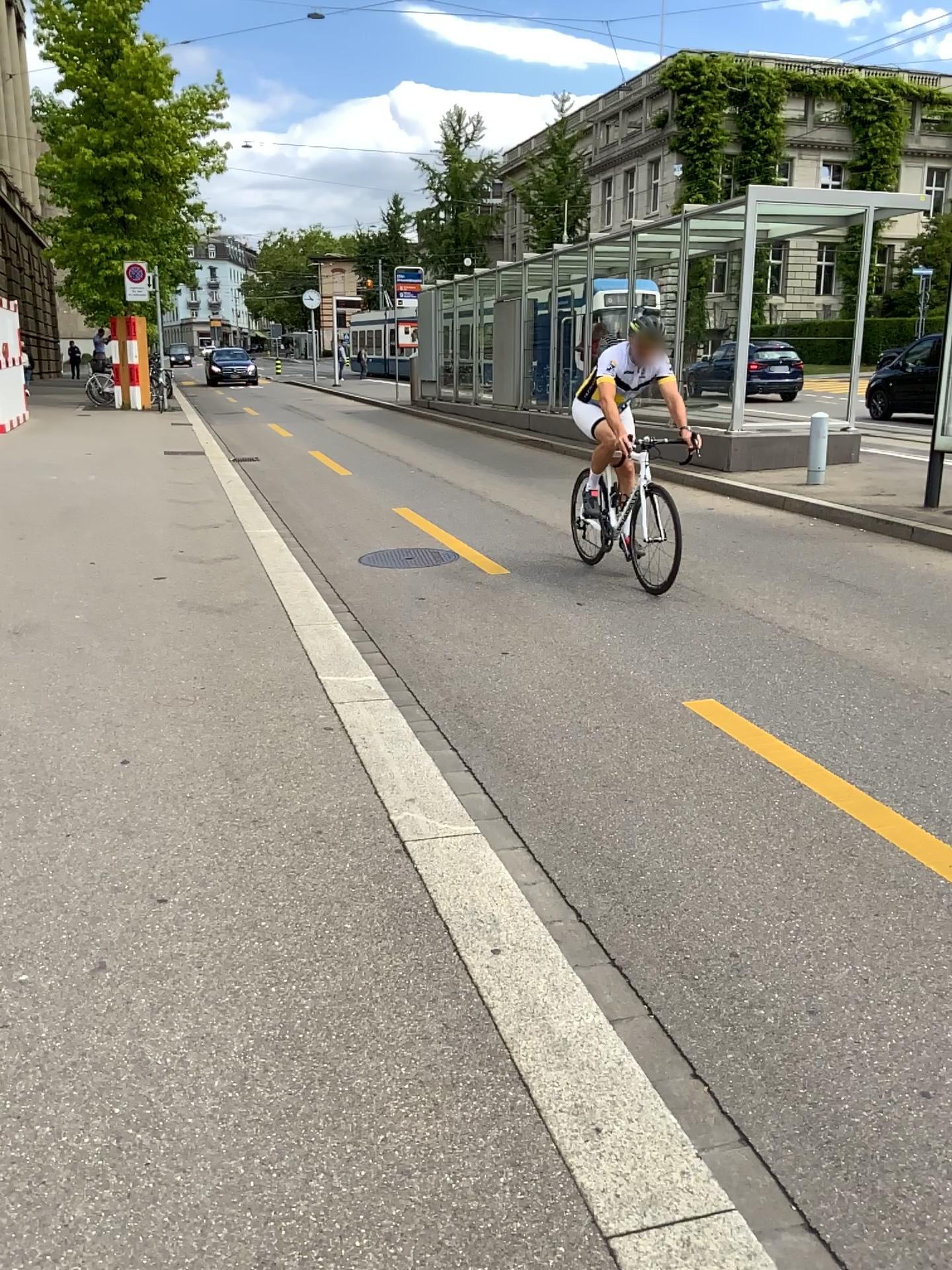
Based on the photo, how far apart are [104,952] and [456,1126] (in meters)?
1.00
